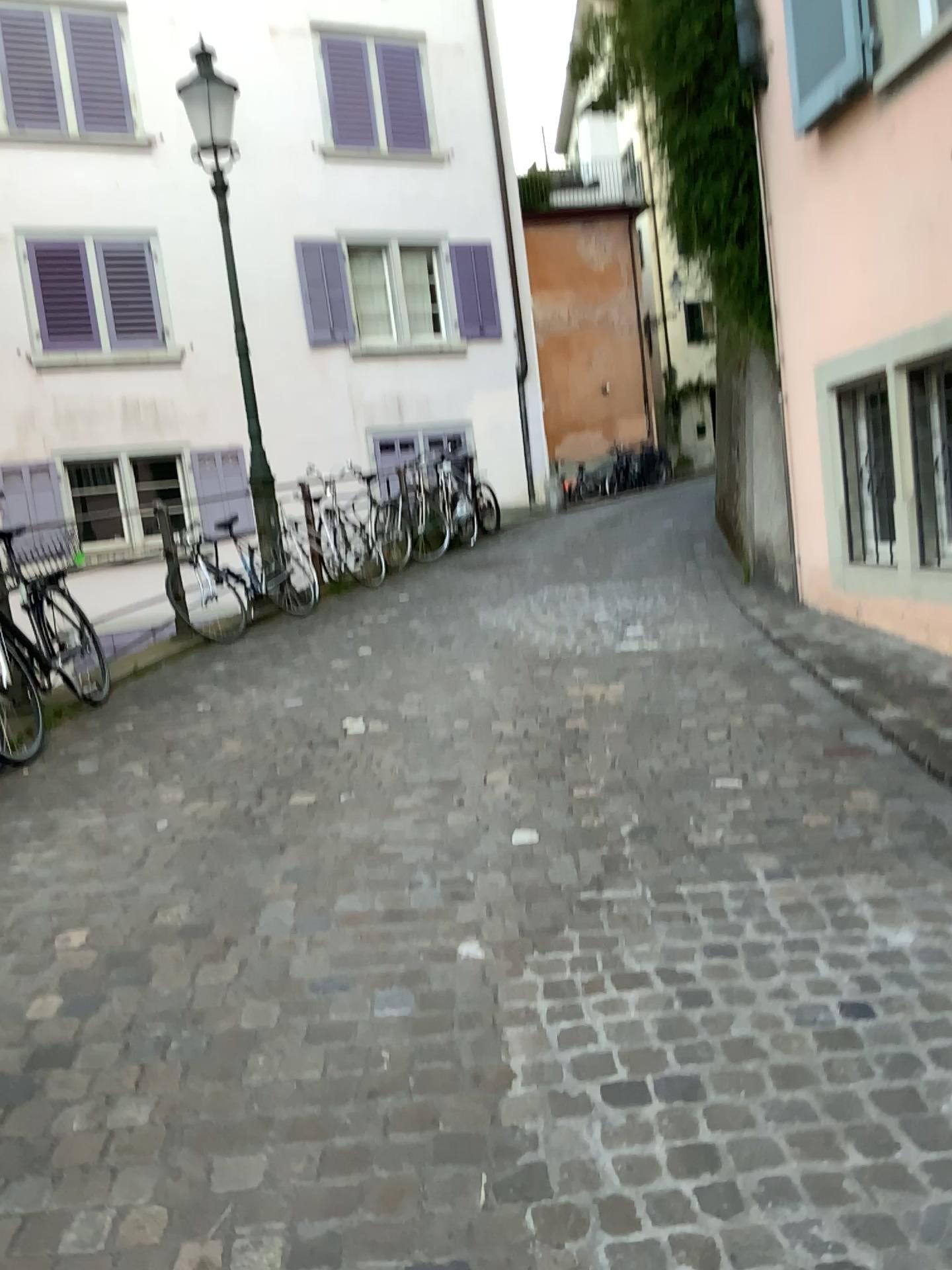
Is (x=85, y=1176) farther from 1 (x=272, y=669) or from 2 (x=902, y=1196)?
1 (x=272, y=669)
